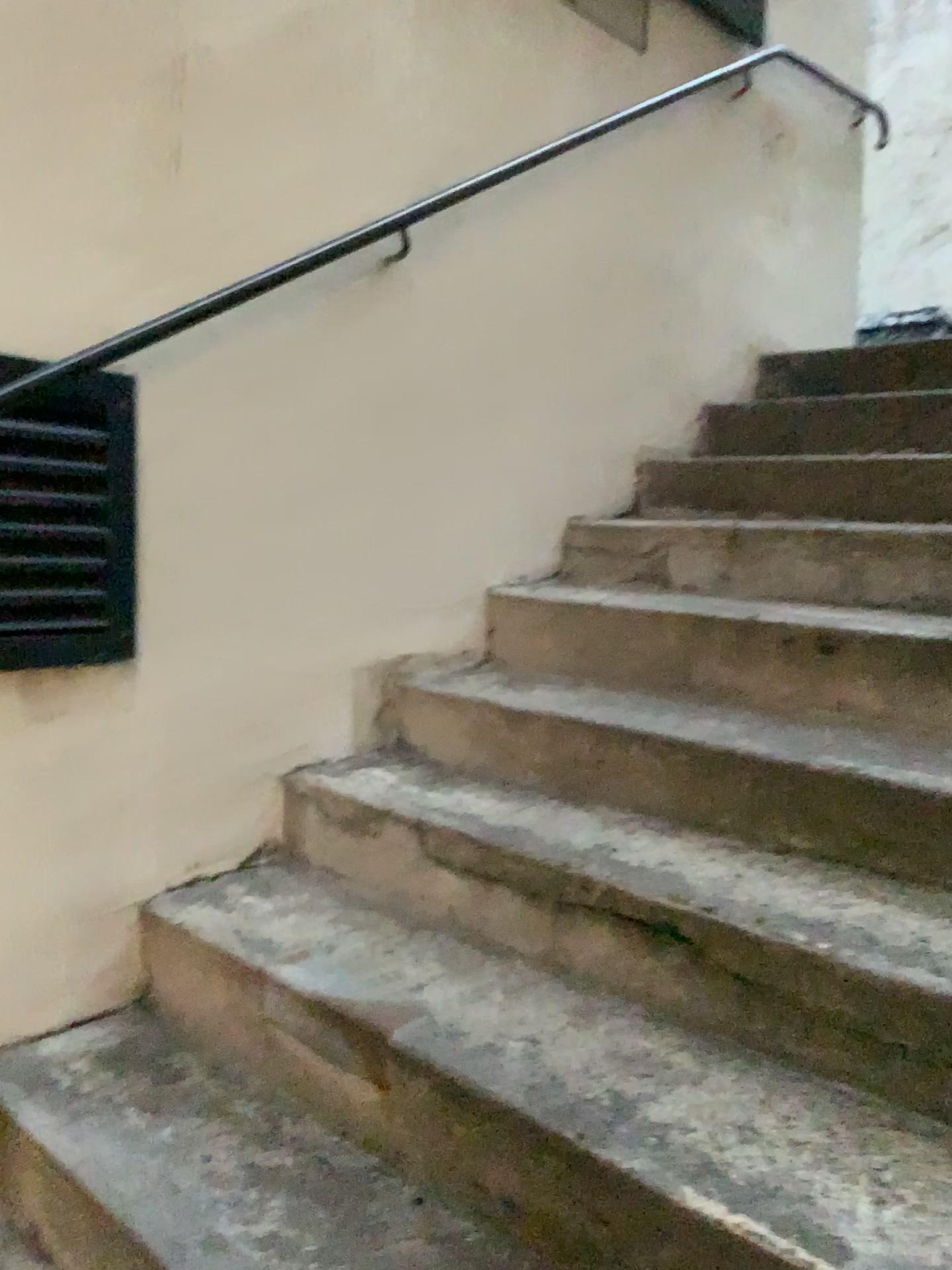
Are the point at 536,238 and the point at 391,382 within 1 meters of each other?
yes

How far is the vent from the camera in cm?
164

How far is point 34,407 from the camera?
1.64m
